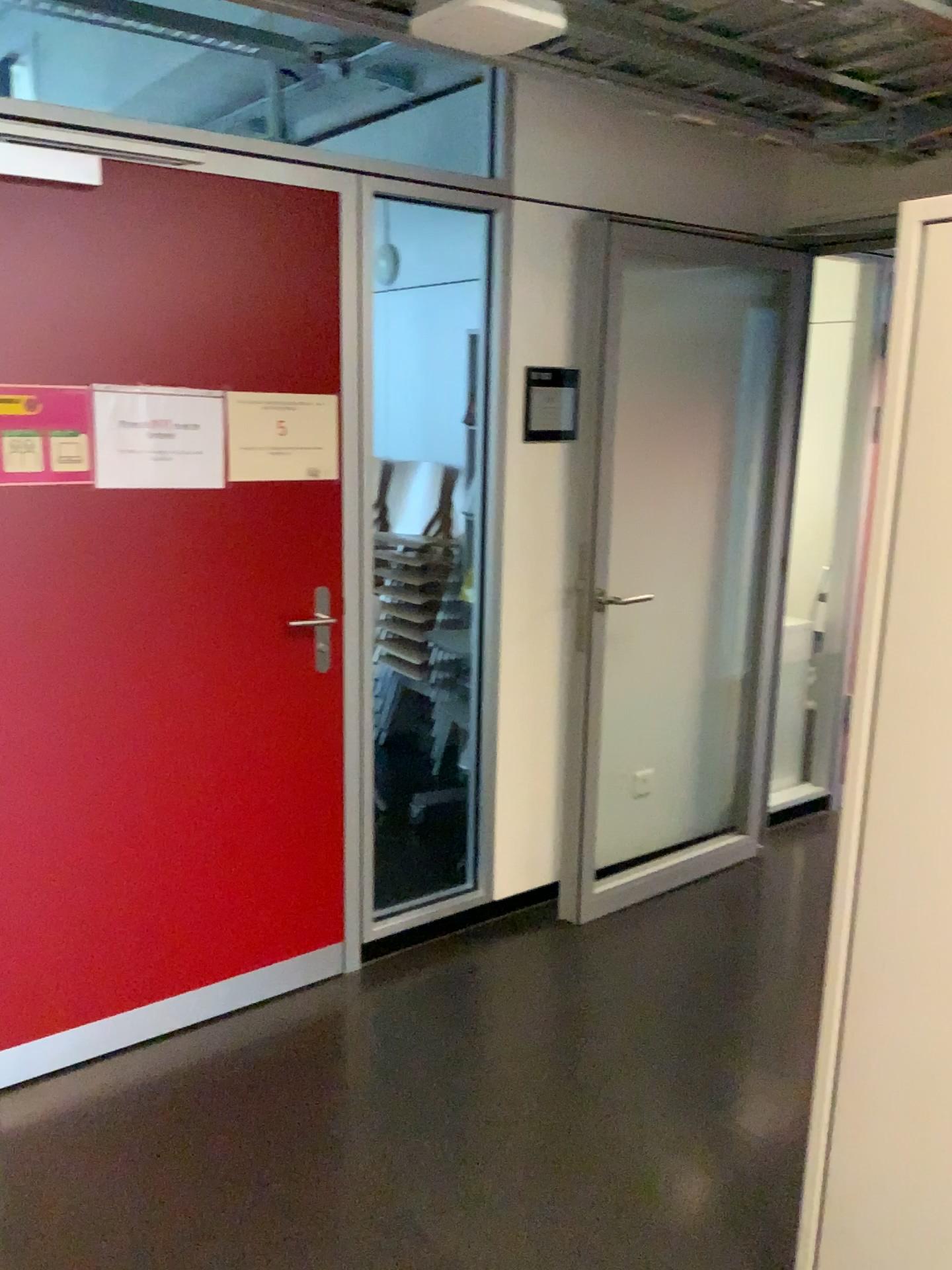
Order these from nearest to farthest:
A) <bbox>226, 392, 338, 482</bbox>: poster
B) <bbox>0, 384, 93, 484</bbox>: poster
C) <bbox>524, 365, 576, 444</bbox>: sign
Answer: <bbox>0, 384, 93, 484</bbox>: poster → <bbox>226, 392, 338, 482</bbox>: poster → <bbox>524, 365, 576, 444</bbox>: sign

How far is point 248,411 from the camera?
2.53m

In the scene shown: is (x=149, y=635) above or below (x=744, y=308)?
below

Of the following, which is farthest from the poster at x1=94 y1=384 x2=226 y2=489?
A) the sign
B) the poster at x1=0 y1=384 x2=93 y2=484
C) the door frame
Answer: the sign

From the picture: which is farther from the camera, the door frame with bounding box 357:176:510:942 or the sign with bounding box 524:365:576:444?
Result: the sign with bounding box 524:365:576:444

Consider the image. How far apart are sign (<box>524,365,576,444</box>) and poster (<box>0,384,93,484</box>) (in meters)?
1.27

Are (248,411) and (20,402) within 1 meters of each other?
yes

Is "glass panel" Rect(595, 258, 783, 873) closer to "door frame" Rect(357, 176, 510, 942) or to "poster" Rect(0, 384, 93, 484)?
"door frame" Rect(357, 176, 510, 942)

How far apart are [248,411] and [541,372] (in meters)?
0.92

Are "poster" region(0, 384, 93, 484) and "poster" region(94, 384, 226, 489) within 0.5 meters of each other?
yes
